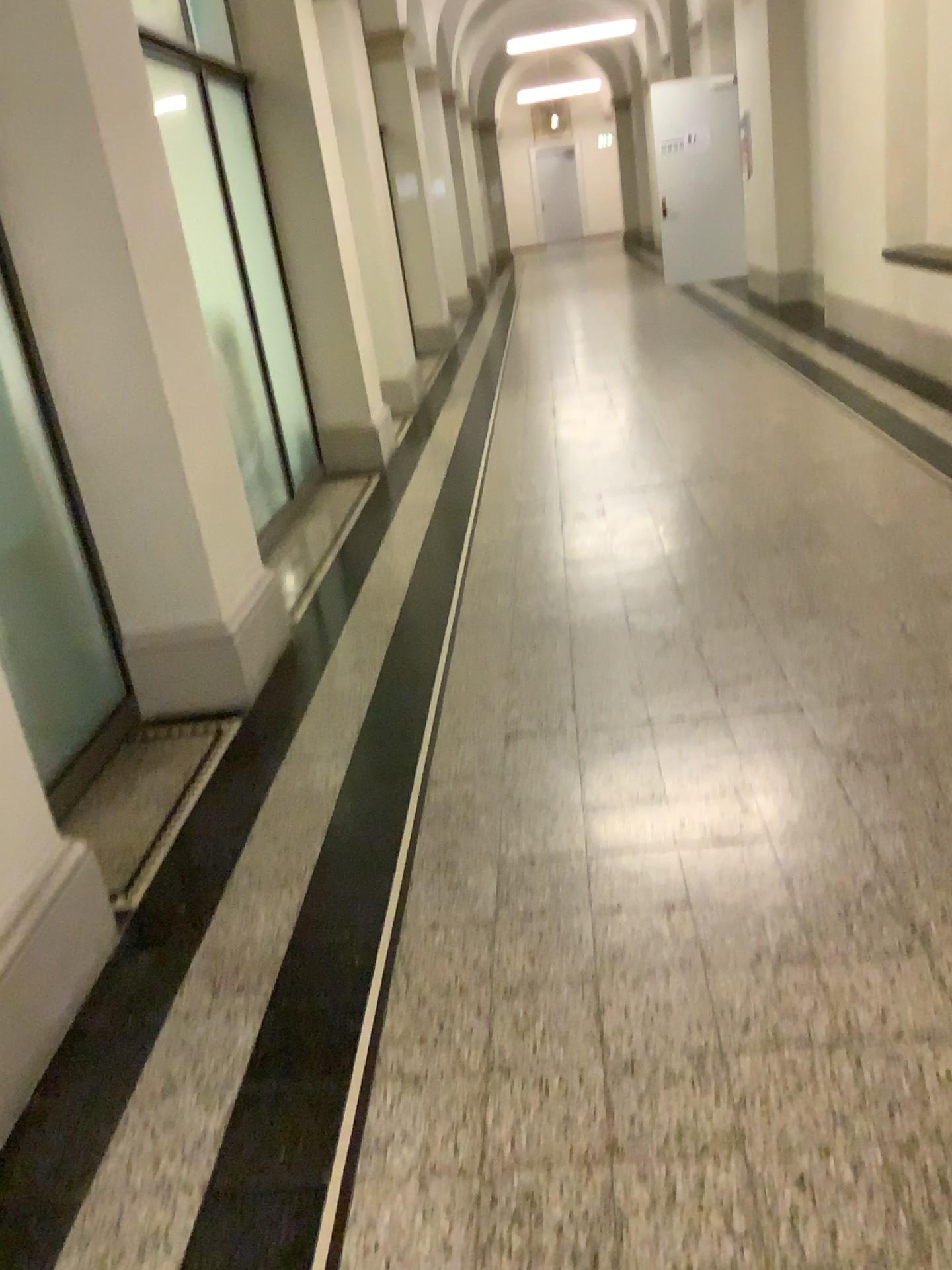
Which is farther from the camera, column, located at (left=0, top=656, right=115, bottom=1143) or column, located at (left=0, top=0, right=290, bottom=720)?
column, located at (left=0, top=0, right=290, bottom=720)

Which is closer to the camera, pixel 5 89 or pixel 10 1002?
pixel 10 1002

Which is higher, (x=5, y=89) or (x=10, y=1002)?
(x=5, y=89)

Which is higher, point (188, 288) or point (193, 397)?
point (188, 288)

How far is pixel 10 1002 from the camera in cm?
188

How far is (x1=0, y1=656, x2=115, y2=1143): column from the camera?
1.9 meters
